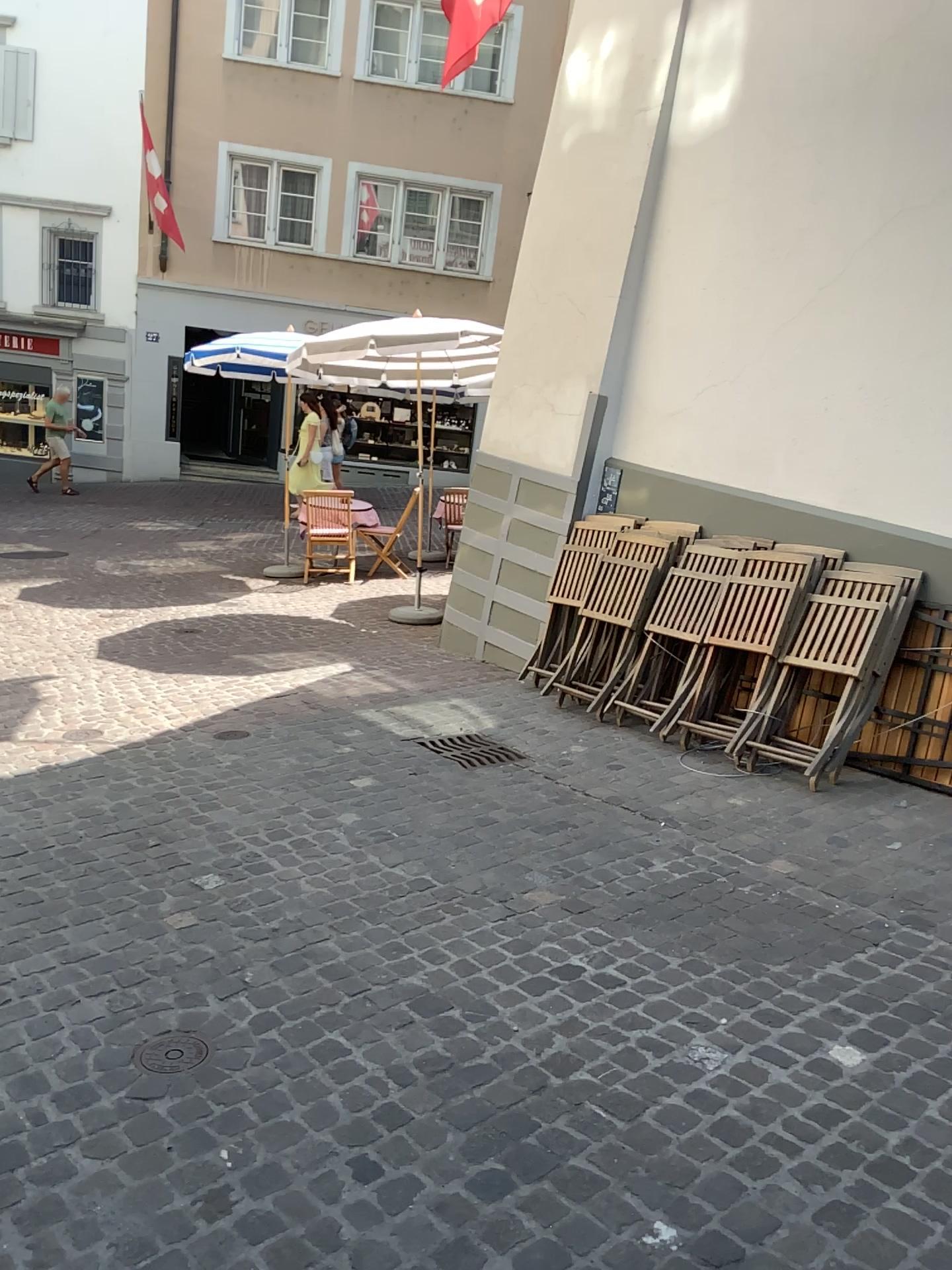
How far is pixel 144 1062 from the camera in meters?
2.5 m

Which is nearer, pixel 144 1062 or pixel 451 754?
pixel 144 1062

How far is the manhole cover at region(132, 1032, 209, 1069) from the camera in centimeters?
254cm

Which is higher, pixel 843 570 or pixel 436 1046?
pixel 843 570

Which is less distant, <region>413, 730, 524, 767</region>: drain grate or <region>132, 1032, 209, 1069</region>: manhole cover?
<region>132, 1032, 209, 1069</region>: manhole cover
